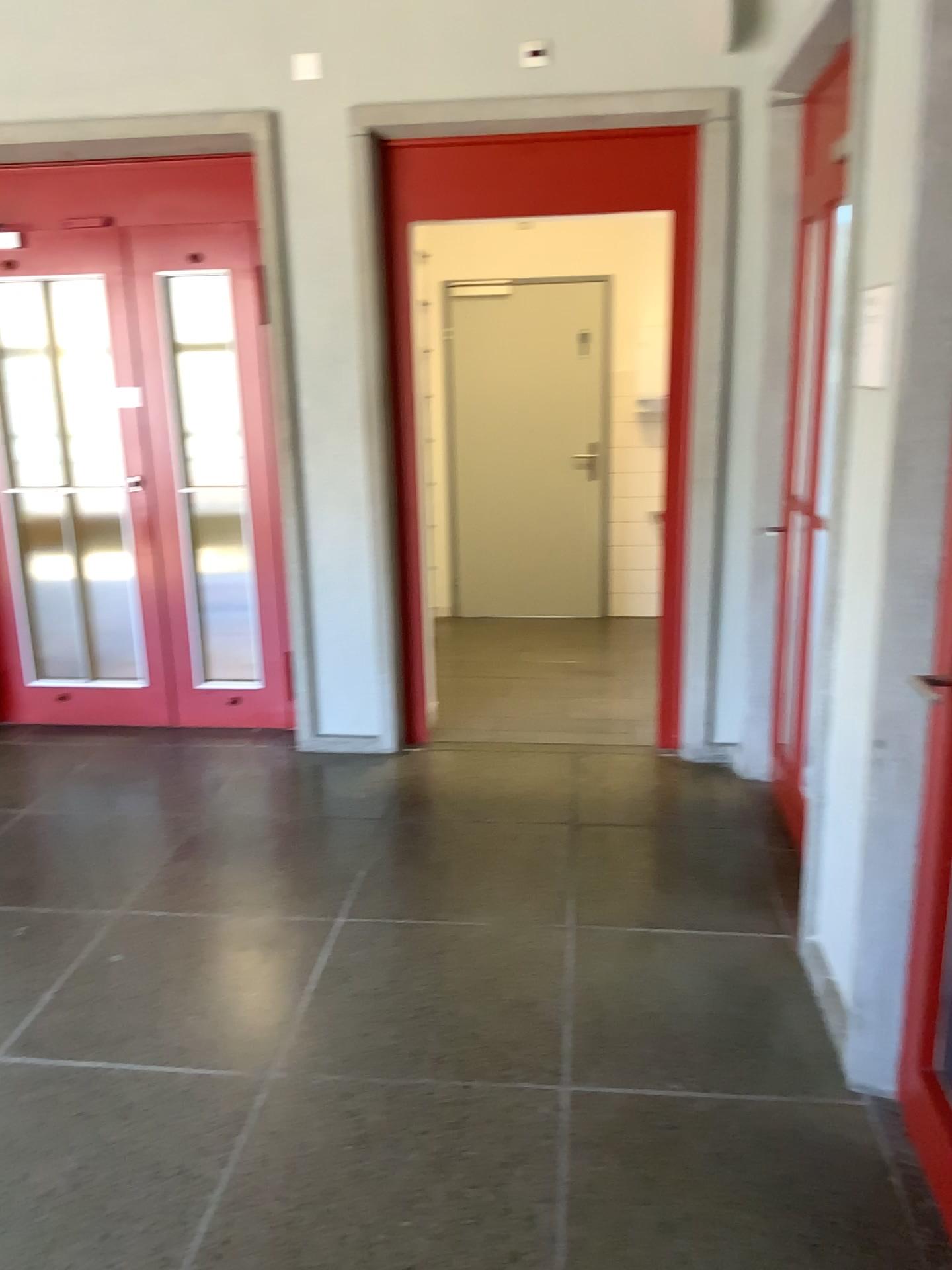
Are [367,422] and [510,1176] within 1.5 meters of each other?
no

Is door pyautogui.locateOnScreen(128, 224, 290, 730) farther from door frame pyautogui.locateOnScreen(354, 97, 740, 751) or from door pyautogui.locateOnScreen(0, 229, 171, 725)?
door frame pyautogui.locateOnScreen(354, 97, 740, 751)

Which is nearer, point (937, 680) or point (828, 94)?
point (937, 680)

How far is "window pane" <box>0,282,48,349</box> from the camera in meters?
4.3 m

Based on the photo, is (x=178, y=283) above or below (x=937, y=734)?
above

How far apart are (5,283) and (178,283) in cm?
74

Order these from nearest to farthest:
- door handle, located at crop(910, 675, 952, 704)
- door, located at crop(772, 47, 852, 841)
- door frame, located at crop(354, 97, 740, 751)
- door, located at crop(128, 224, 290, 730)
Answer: door handle, located at crop(910, 675, 952, 704)
door, located at crop(772, 47, 852, 841)
door frame, located at crop(354, 97, 740, 751)
door, located at crop(128, 224, 290, 730)

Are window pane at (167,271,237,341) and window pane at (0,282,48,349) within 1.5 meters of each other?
yes

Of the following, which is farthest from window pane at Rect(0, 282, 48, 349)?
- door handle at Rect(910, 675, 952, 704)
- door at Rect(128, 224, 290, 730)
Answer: door handle at Rect(910, 675, 952, 704)

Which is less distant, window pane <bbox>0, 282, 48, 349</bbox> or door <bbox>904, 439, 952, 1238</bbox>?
door <bbox>904, 439, 952, 1238</bbox>
